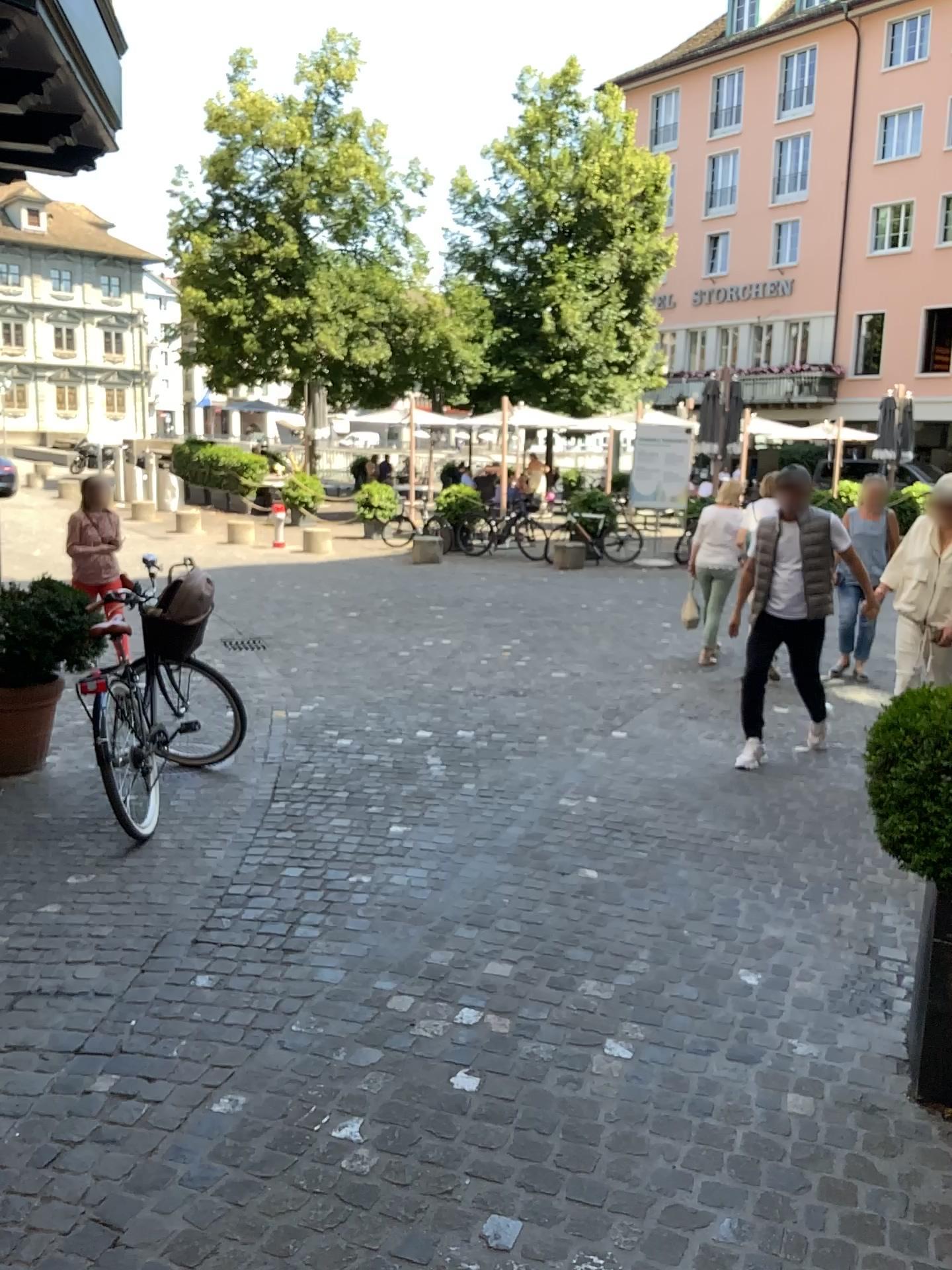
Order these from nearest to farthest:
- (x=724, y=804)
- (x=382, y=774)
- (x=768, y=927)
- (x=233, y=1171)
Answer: (x=233, y=1171), (x=768, y=927), (x=724, y=804), (x=382, y=774)
